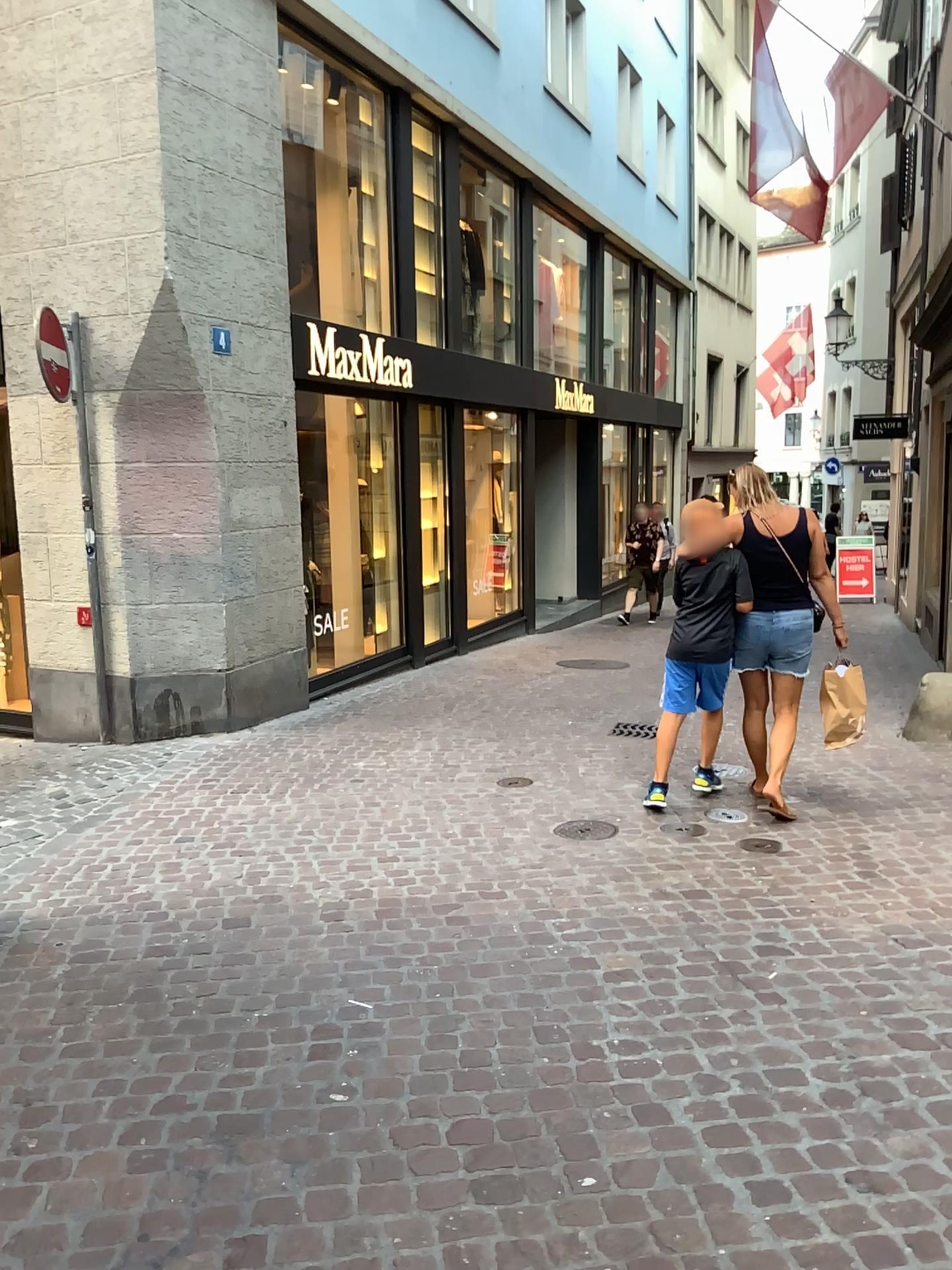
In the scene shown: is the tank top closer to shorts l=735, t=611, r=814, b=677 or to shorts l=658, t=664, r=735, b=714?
shorts l=735, t=611, r=814, b=677

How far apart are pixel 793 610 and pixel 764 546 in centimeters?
33cm

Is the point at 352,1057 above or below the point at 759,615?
below

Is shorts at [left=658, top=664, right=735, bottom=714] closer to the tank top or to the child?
the child

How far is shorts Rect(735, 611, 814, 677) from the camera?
4.8m

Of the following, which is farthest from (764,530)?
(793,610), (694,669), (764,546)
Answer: (694,669)

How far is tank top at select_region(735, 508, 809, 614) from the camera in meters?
4.8

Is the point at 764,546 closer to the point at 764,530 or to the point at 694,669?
the point at 764,530

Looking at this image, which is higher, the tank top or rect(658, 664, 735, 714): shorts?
the tank top

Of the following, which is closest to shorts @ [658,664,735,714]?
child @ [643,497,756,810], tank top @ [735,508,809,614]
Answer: child @ [643,497,756,810]
